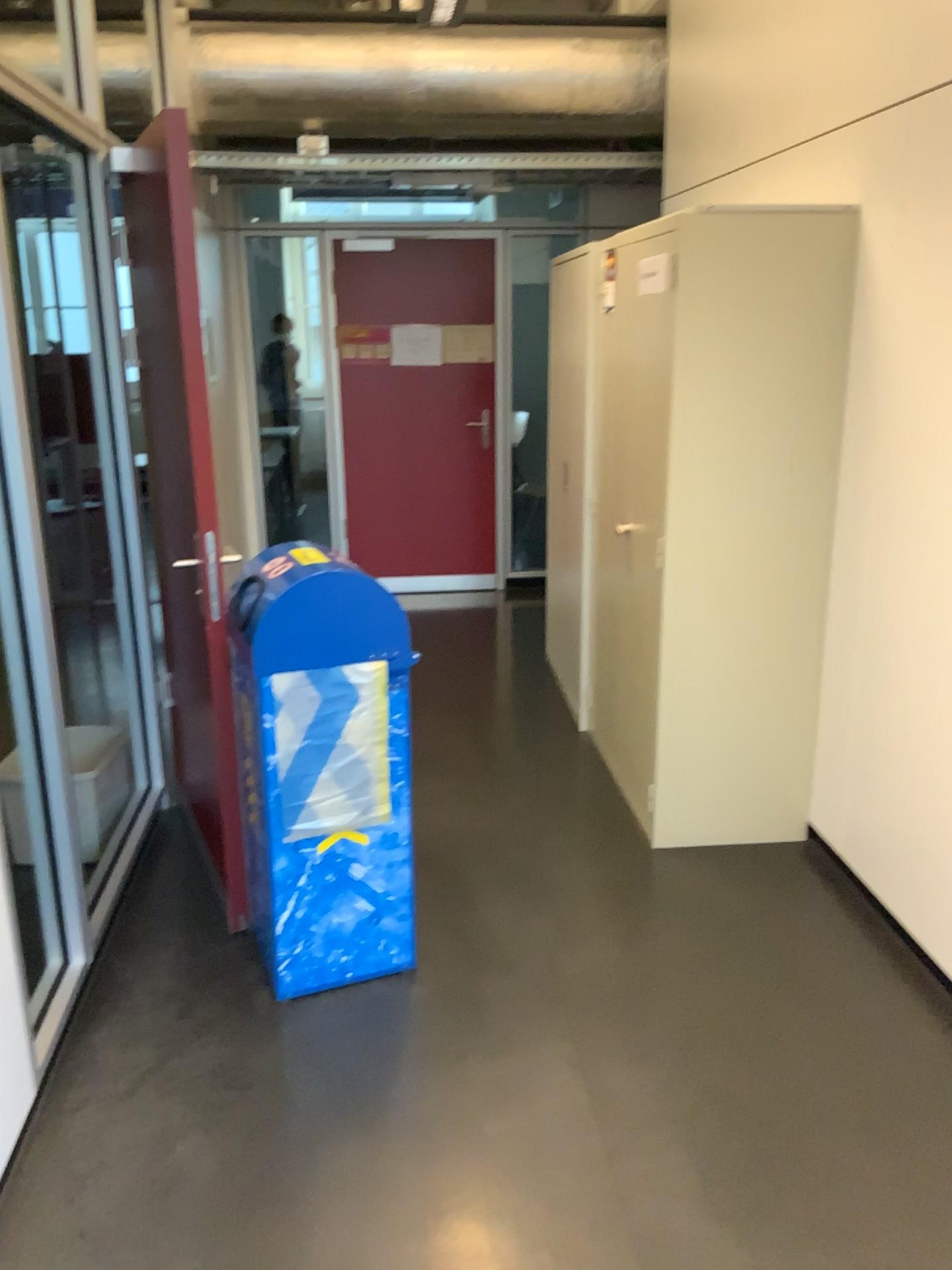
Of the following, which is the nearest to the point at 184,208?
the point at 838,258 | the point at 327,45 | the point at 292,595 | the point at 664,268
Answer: the point at 292,595

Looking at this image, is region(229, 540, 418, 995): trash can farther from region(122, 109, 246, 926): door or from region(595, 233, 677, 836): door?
region(595, 233, 677, 836): door

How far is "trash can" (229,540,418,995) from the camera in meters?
2.4

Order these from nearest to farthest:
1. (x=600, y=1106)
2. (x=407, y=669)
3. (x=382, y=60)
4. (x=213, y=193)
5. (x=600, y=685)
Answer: (x=600, y=1106) < (x=407, y=669) < (x=600, y=685) < (x=382, y=60) < (x=213, y=193)

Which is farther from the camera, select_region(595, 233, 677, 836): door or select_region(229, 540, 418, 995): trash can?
select_region(595, 233, 677, 836): door

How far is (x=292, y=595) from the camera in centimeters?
245cm

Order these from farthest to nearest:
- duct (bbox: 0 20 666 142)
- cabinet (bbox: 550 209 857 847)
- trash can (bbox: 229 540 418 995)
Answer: duct (bbox: 0 20 666 142) → cabinet (bbox: 550 209 857 847) → trash can (bbox: 229 540 418 995)

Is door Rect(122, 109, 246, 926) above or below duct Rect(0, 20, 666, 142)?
below

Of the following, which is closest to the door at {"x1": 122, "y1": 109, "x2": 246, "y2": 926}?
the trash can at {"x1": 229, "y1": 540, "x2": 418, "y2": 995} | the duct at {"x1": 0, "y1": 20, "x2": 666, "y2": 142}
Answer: the trash can at {"x1": 229, "y1": 540, "x2": 418, "y2": 995}

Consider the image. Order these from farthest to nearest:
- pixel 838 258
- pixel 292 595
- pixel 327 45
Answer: pixel 327 45 < pixel 838 258 < pixel 292 595
